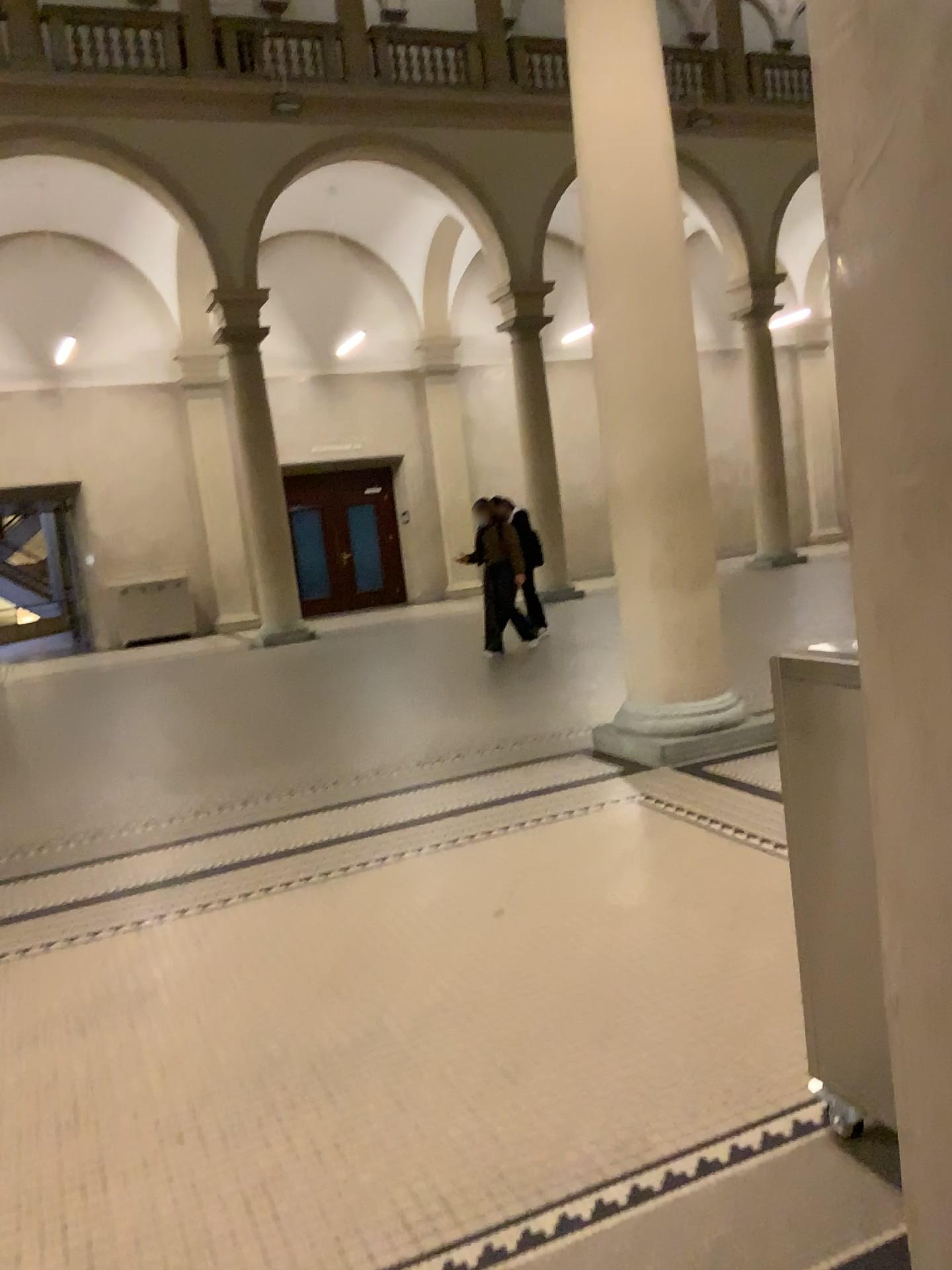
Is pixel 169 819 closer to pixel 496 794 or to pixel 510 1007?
pixel 496 794
